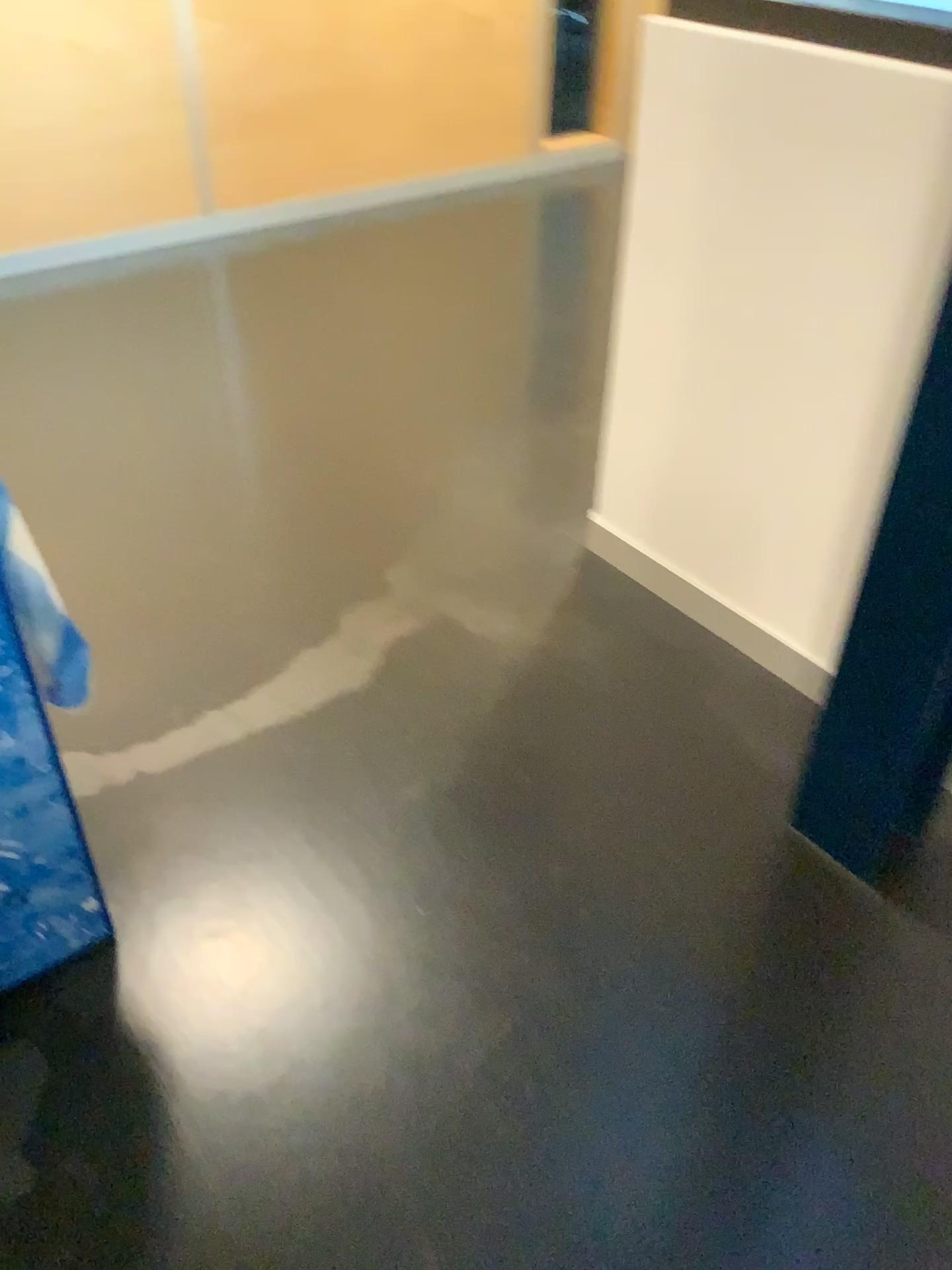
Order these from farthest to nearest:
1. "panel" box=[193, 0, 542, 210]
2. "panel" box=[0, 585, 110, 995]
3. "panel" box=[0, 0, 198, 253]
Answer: "panel" box=[193, 0, 542, 210]
"panel" box=[0, 0, 198, 253]
"panel" box=[0, 585, 110, 995]

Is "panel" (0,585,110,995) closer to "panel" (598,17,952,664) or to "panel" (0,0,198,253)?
"panel" (598,17,952,664)

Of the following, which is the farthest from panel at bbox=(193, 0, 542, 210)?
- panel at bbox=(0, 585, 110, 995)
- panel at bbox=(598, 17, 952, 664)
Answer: panel at bbox=(0, 585, 110, 995)

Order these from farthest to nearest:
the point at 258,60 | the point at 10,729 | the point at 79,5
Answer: the point at 258,60
the point at 79,5
the point at 10,729

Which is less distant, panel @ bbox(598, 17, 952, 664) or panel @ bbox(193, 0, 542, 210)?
panel @ bbox(598, 17, 952, 664)

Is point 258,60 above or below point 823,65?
below

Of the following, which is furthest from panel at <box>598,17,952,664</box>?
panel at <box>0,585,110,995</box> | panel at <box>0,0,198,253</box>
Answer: panel at <box>0,0,198,253</box>

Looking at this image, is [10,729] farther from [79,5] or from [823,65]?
[79,5]

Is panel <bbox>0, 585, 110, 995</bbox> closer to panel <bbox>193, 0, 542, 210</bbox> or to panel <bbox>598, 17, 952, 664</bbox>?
panel <bbox>598, 17, 952, 664</bbox>

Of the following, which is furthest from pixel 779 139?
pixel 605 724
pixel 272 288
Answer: pixel 272 288
